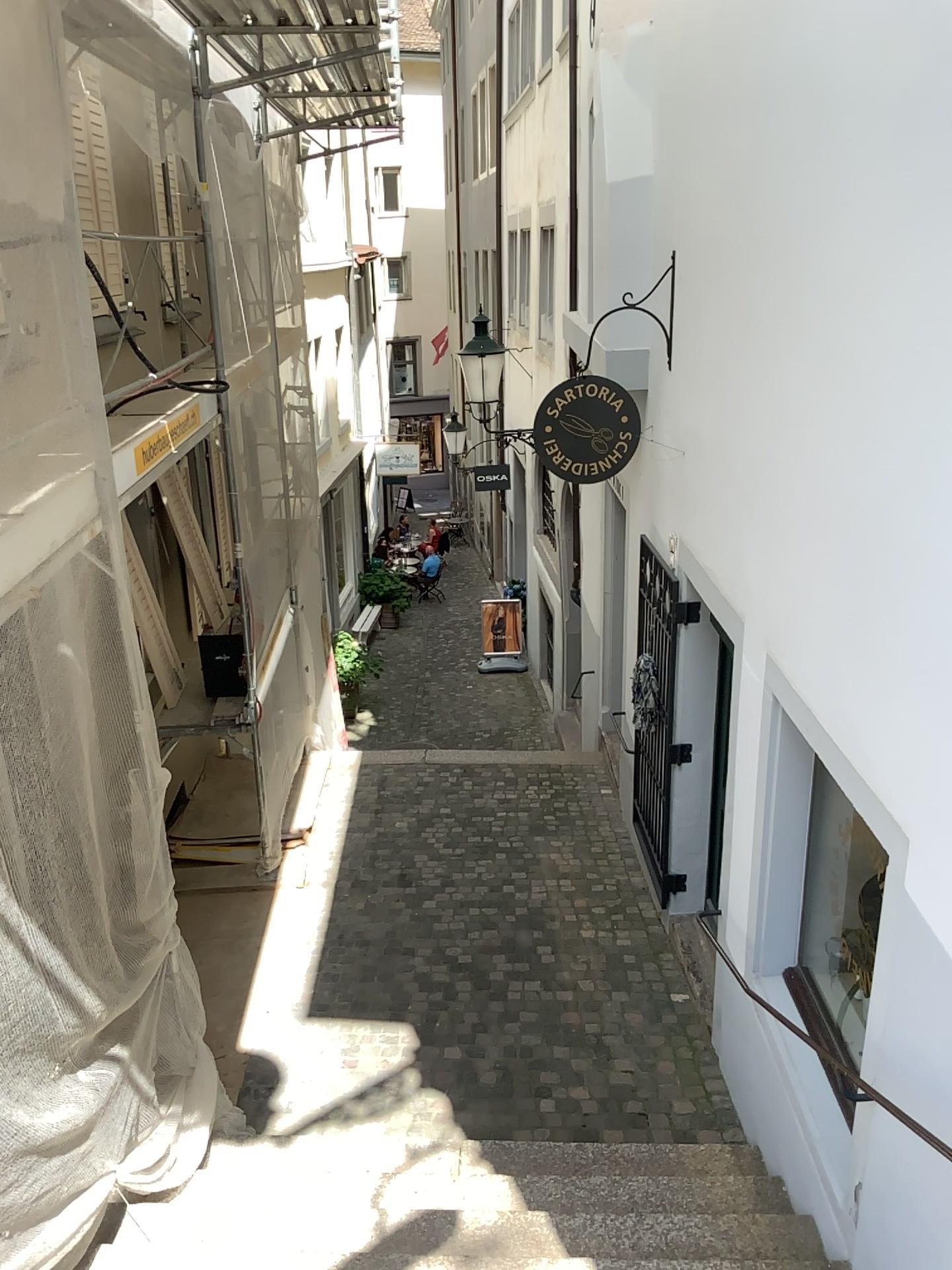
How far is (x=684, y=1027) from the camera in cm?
503
